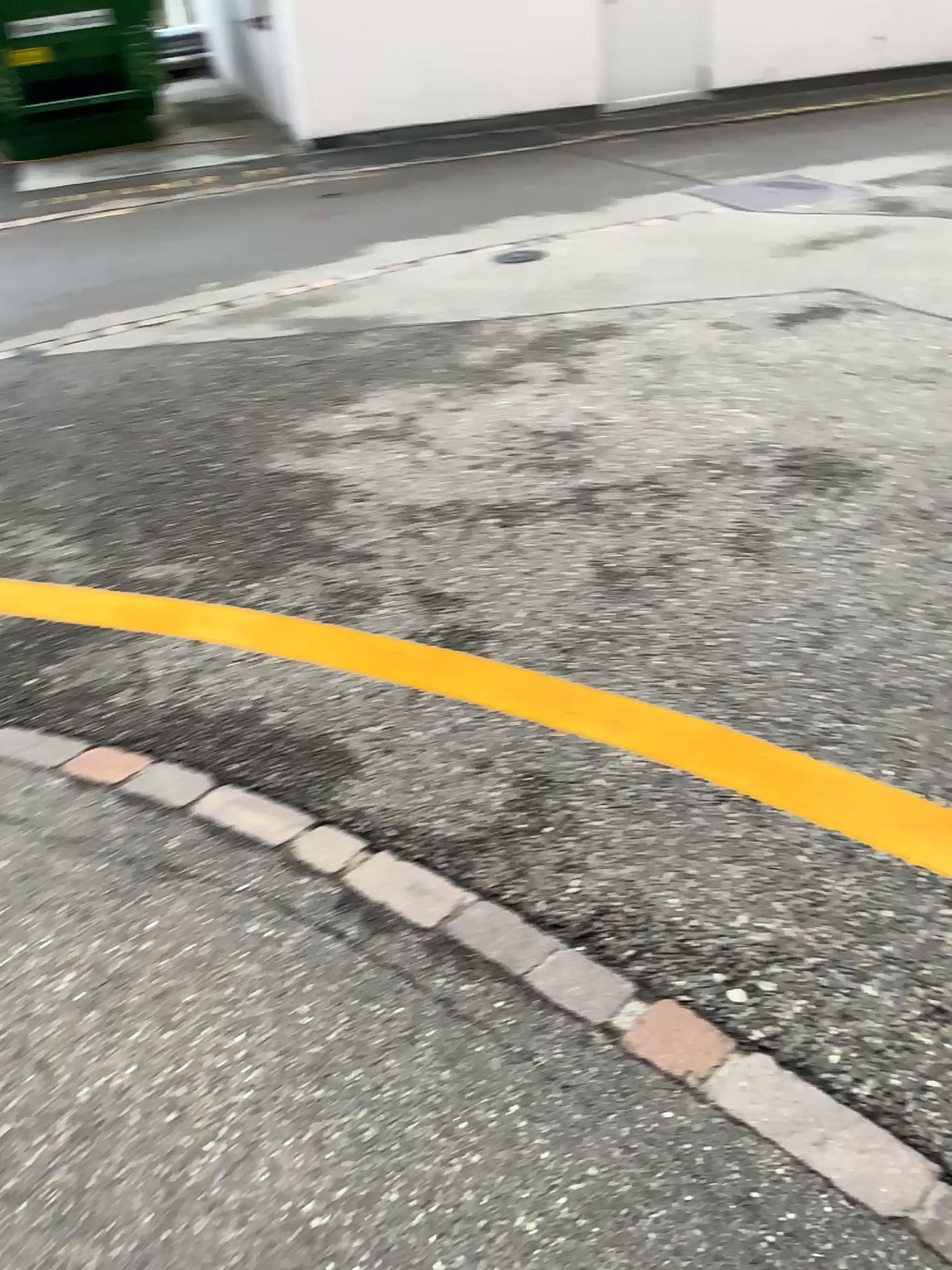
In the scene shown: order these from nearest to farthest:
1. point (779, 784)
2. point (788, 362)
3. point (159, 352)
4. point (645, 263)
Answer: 1. point (779, 784)
2. point (788, 362)
3. point (159, 352)
4. point (645, 263)
